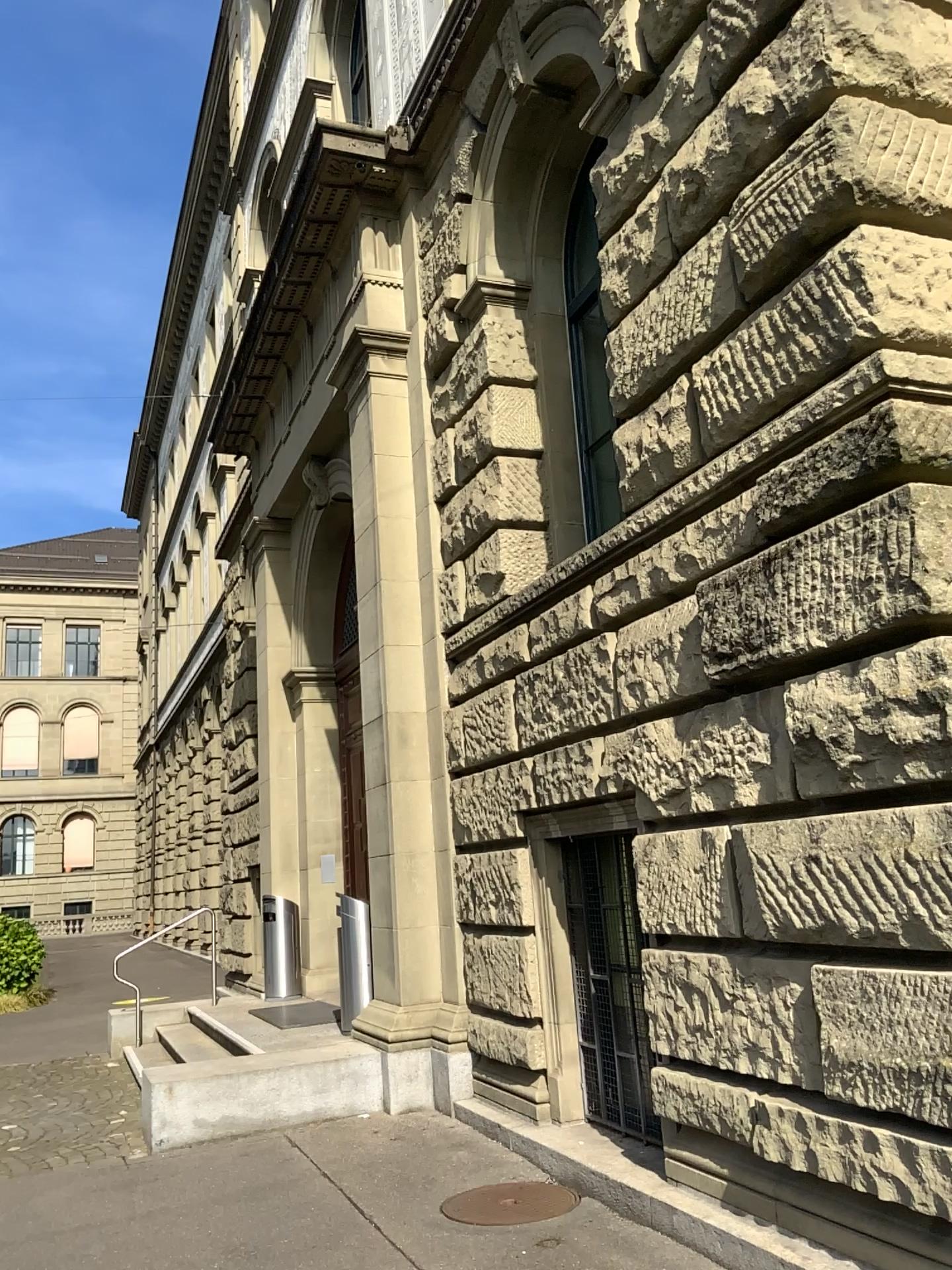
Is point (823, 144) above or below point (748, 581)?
above
